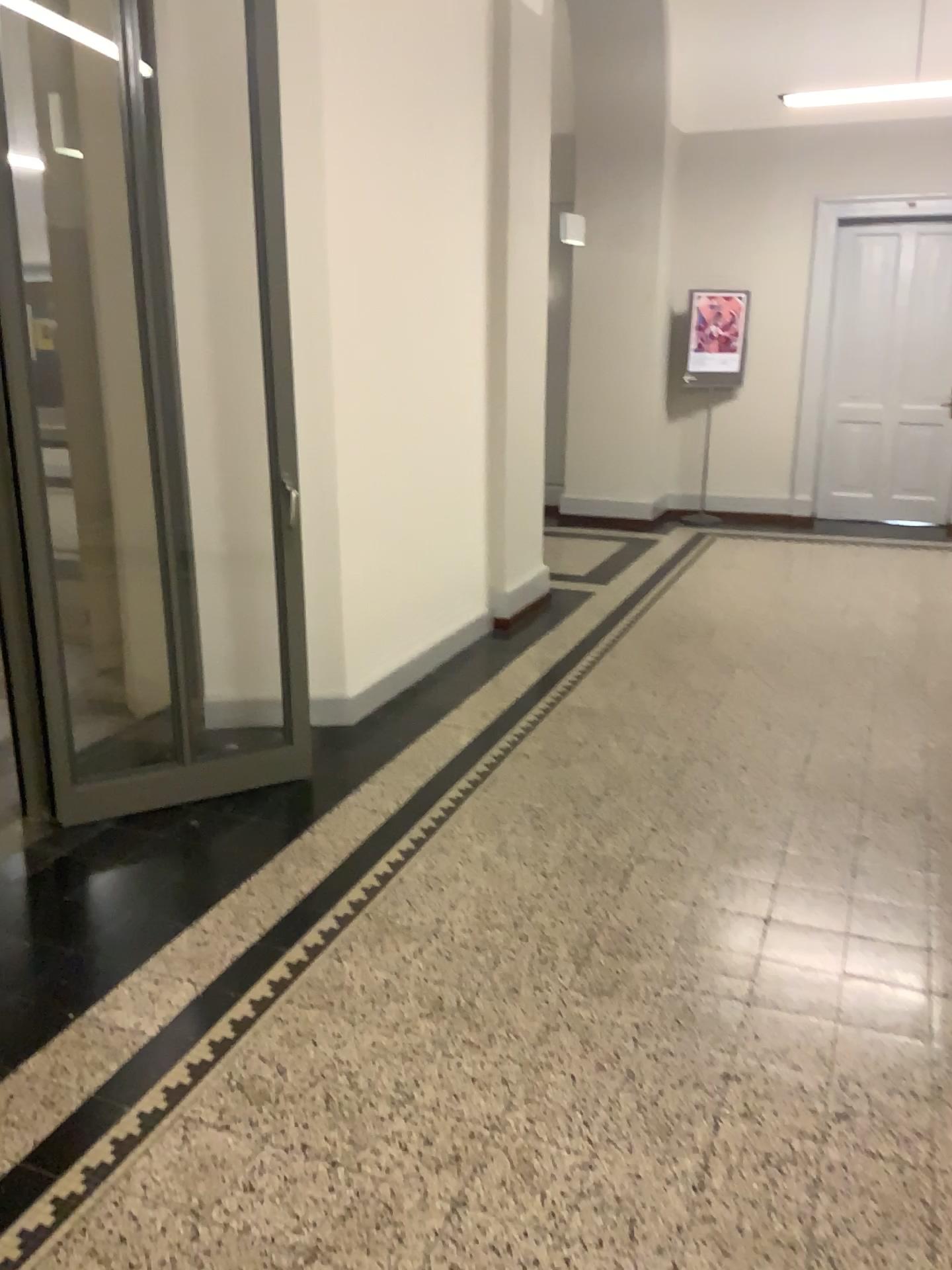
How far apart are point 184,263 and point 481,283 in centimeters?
177cm
